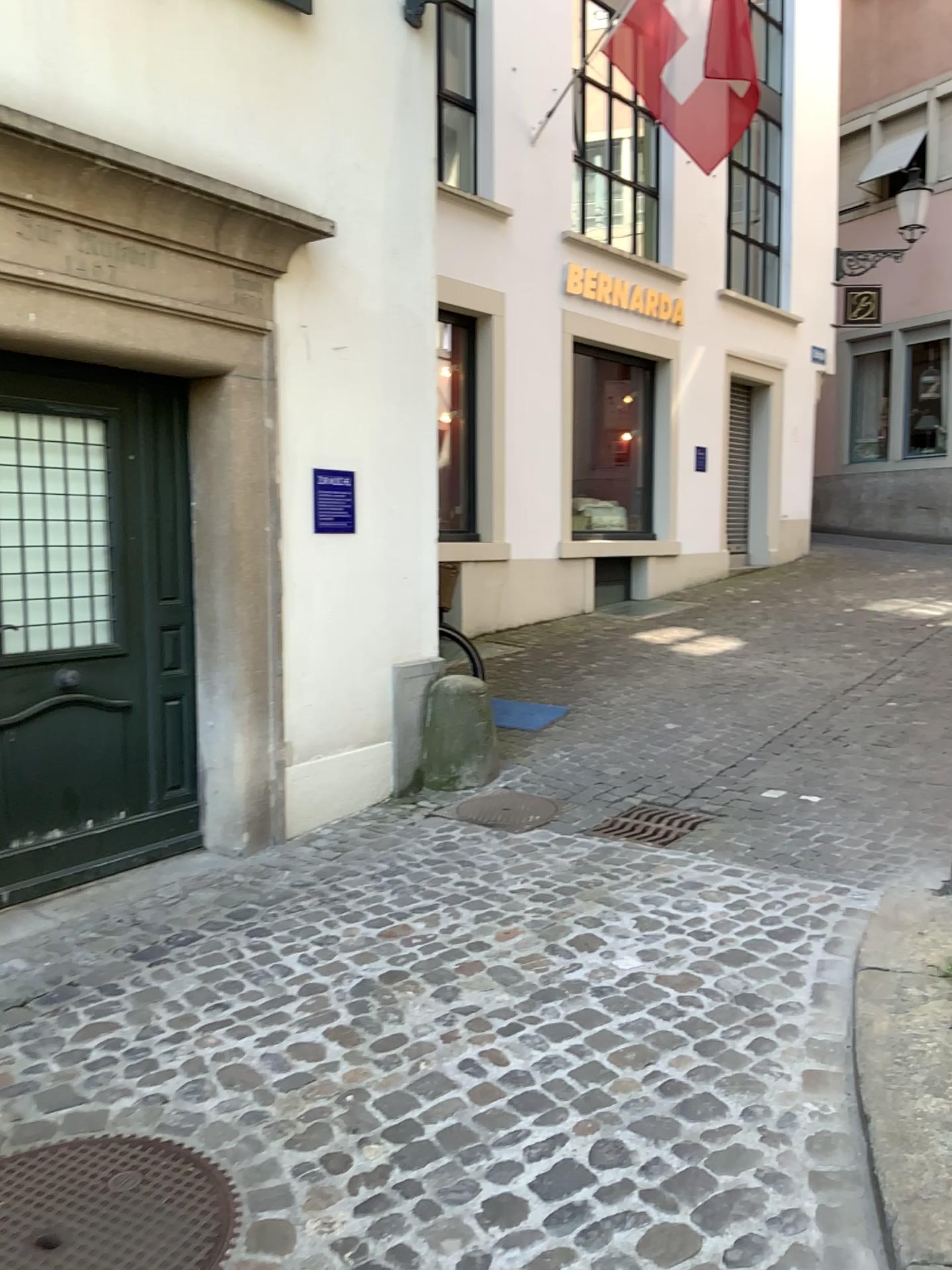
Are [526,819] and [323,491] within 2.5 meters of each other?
yes

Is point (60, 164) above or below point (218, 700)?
above

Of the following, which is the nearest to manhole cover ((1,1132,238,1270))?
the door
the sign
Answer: the door

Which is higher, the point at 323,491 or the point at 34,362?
the point at 34,362

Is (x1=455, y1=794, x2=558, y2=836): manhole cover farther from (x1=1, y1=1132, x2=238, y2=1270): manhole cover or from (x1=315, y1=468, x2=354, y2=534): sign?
(x1=1, y1=1132, x2=238, y2=1270): manhole cover

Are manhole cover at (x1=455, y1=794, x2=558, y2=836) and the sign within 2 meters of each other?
yes

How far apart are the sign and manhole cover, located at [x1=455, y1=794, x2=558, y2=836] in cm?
141

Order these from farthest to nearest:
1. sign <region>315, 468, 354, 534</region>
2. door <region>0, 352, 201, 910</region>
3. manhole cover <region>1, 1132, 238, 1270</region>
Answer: sign <region>315, 468, 354, 534</region> < door <region>0, 352, 201, 910</region> < manhole cover <region>1, 1132, 238, 1270</region>

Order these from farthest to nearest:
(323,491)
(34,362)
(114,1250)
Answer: (323,491) → (34,362) → (114,1250)

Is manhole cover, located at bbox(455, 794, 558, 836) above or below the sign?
below
